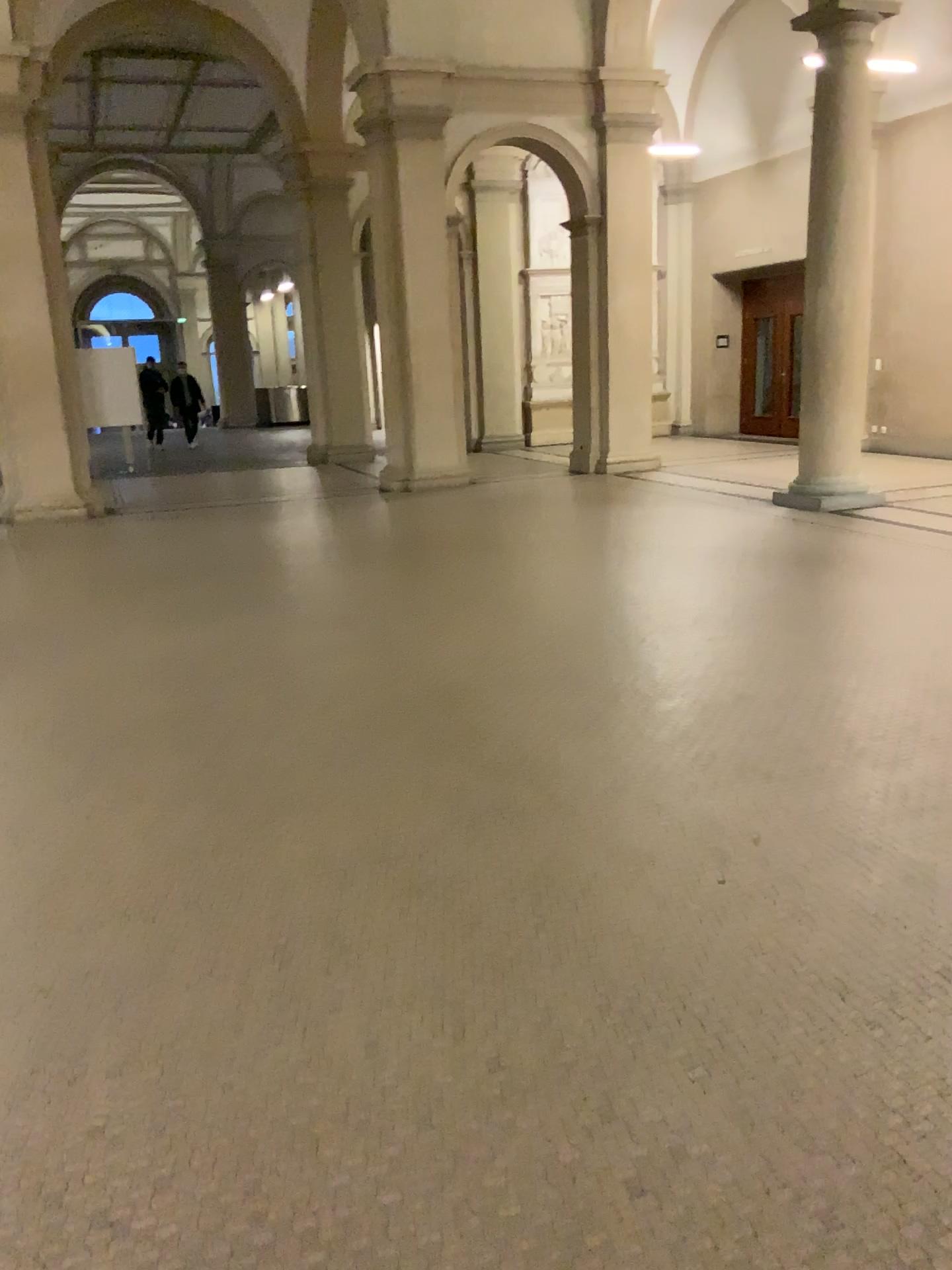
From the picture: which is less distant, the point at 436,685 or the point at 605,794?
the point at 605,794
